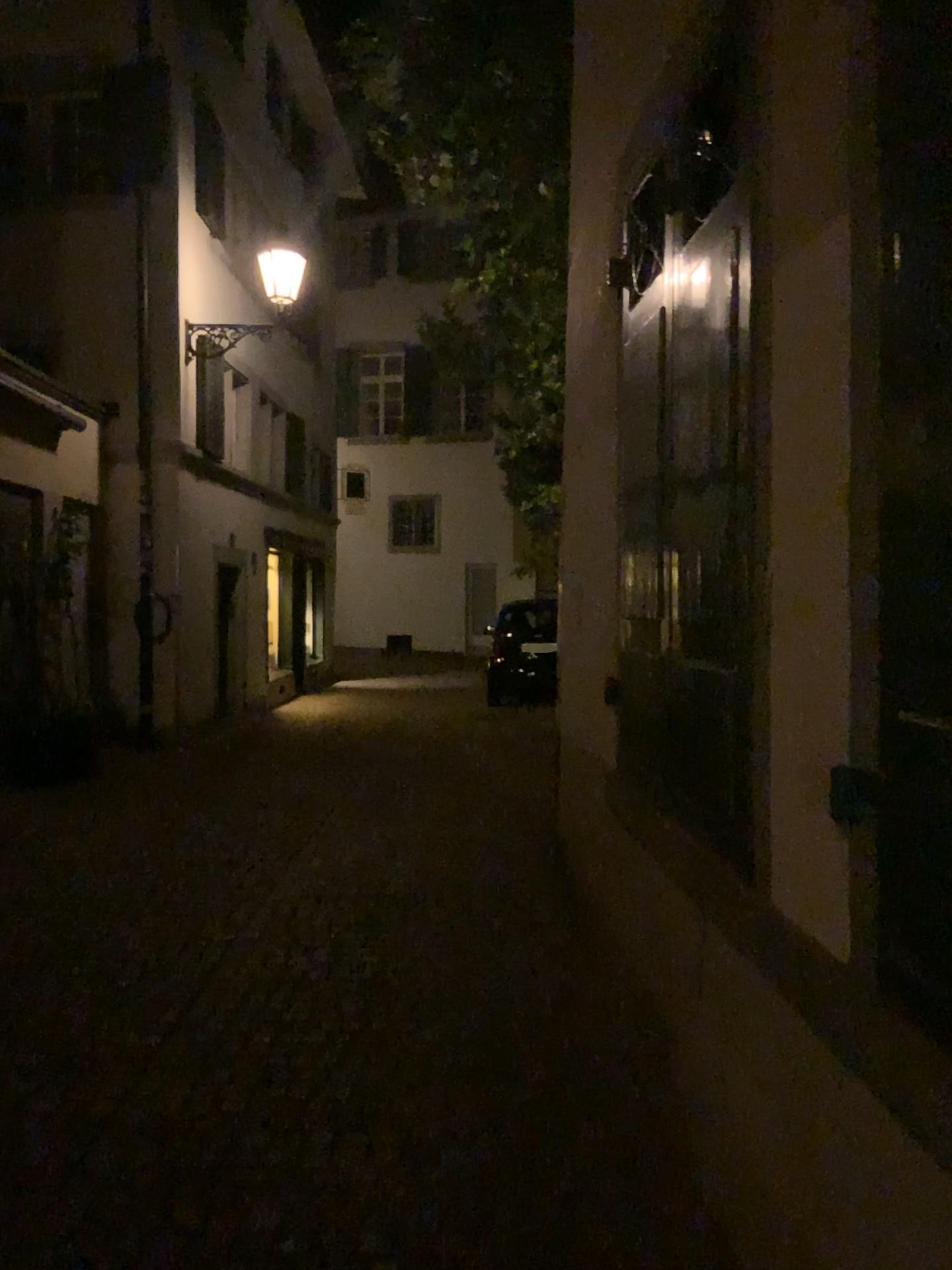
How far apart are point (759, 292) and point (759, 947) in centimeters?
142cm
